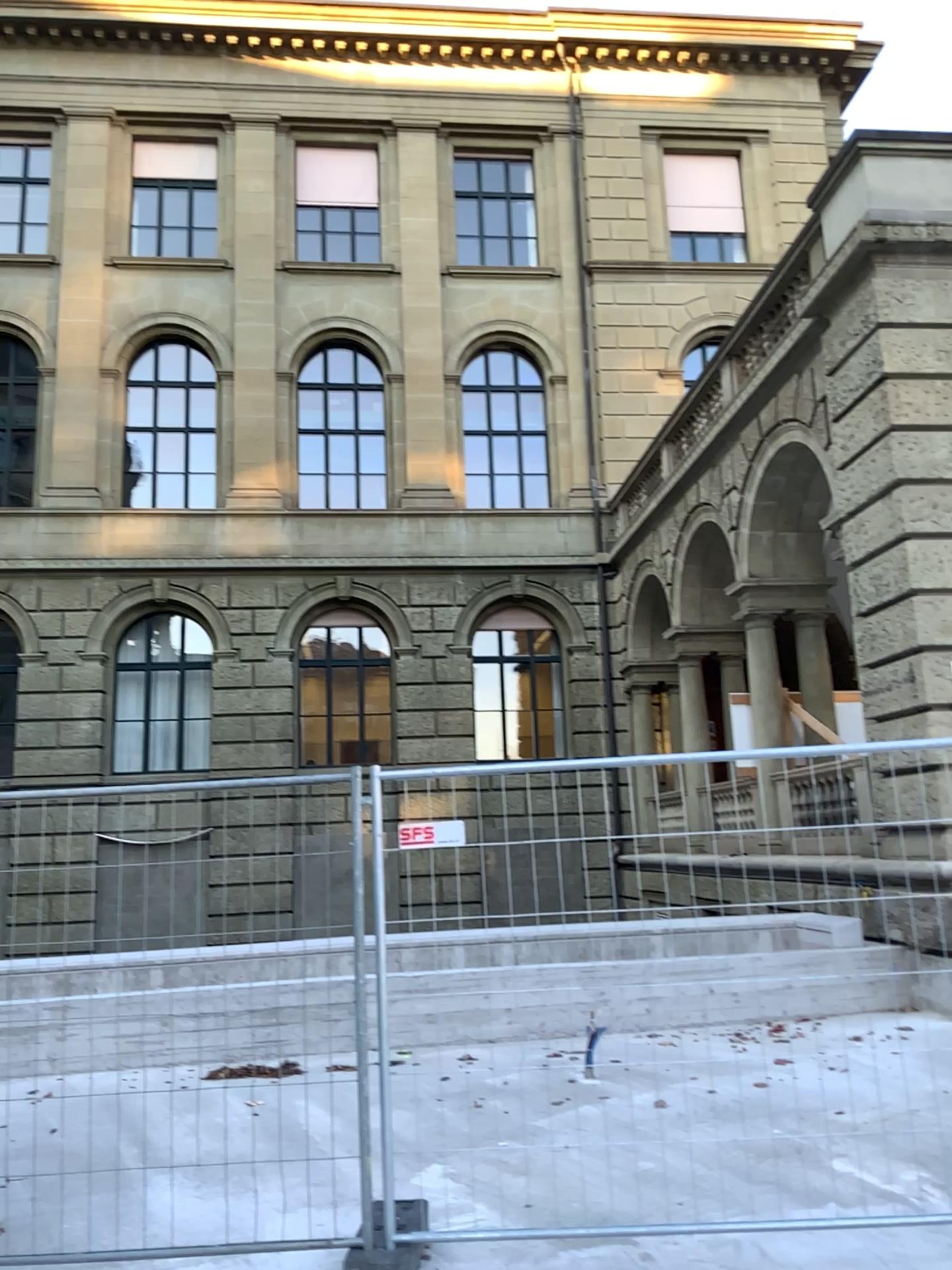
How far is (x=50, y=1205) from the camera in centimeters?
424cm
